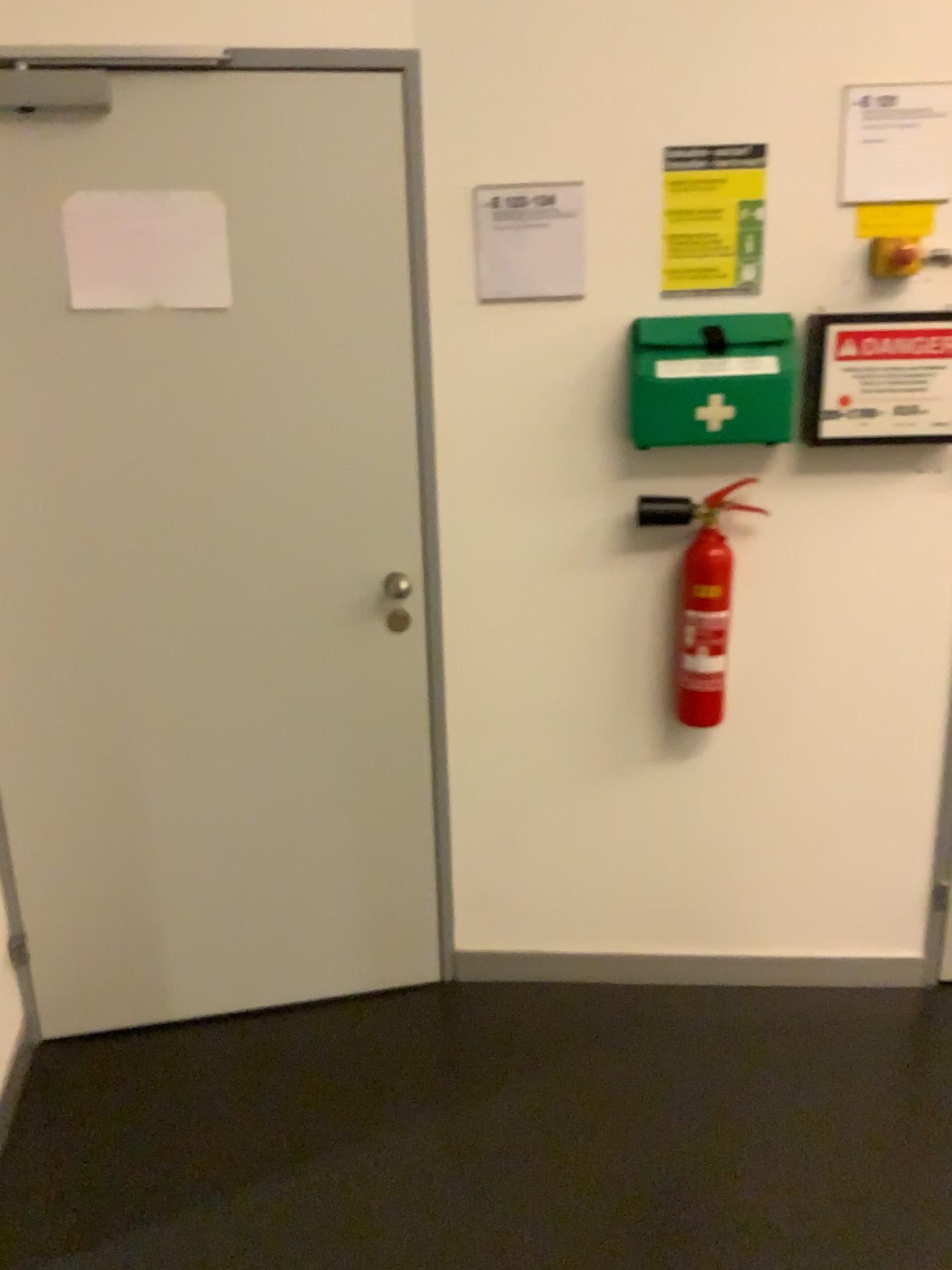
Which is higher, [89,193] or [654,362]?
[89,193]

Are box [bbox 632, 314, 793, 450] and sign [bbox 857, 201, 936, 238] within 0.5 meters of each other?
yes

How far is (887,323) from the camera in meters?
2.1

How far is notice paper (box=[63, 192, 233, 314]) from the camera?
2.0m

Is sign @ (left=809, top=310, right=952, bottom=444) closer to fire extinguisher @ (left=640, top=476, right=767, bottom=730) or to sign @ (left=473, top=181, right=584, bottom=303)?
fire extinguisher @ (left=640, top=476, right=767, bottom=730)

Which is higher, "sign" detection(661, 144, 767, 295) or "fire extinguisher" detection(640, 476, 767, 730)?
"sign" detection(661, 144, 767, 295)

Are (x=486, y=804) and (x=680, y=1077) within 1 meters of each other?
yes

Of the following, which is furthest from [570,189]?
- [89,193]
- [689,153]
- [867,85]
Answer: [89,193]

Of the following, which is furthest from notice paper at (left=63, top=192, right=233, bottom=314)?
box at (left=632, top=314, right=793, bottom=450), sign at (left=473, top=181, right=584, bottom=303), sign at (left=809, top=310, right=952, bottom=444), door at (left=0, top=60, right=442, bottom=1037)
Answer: sign at (left=809, top=310, right=952, bottom=444)

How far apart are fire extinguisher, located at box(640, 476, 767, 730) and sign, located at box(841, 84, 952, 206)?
0.6 meters
